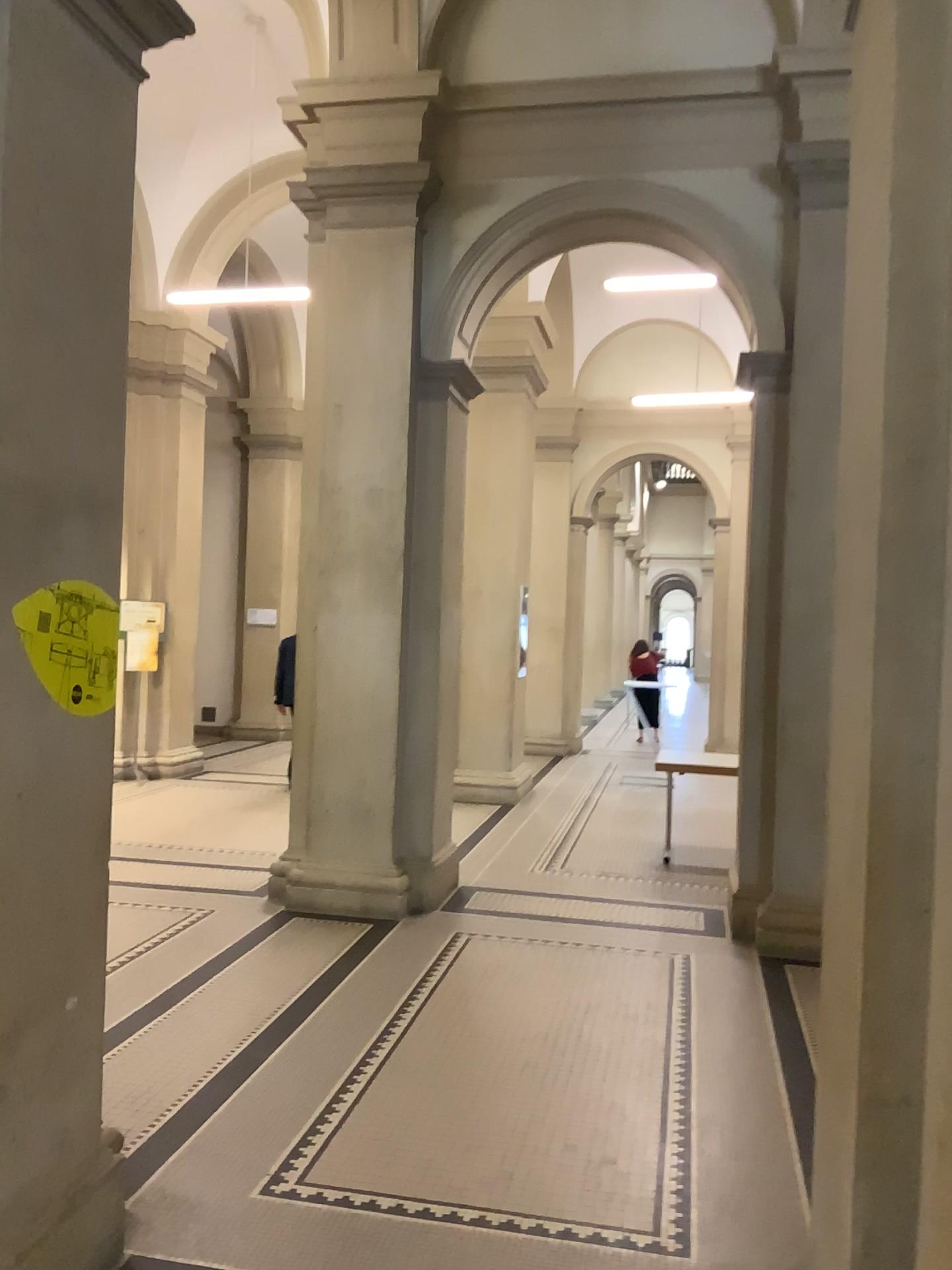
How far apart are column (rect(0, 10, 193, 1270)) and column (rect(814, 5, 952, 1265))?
1.65m

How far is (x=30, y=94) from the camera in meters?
2.3

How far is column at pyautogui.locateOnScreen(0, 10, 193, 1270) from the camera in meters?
2.3 m

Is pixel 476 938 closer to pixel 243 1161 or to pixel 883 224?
pixel 243 1161

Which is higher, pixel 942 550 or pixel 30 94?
pixel 30 94

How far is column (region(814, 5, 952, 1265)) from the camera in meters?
1.8 m

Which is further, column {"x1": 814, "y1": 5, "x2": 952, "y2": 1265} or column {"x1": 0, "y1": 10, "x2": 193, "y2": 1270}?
column {"x1": 0, "y1": 10, "x2": 193, "y2": 1270}

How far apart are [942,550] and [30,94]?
2.1m
